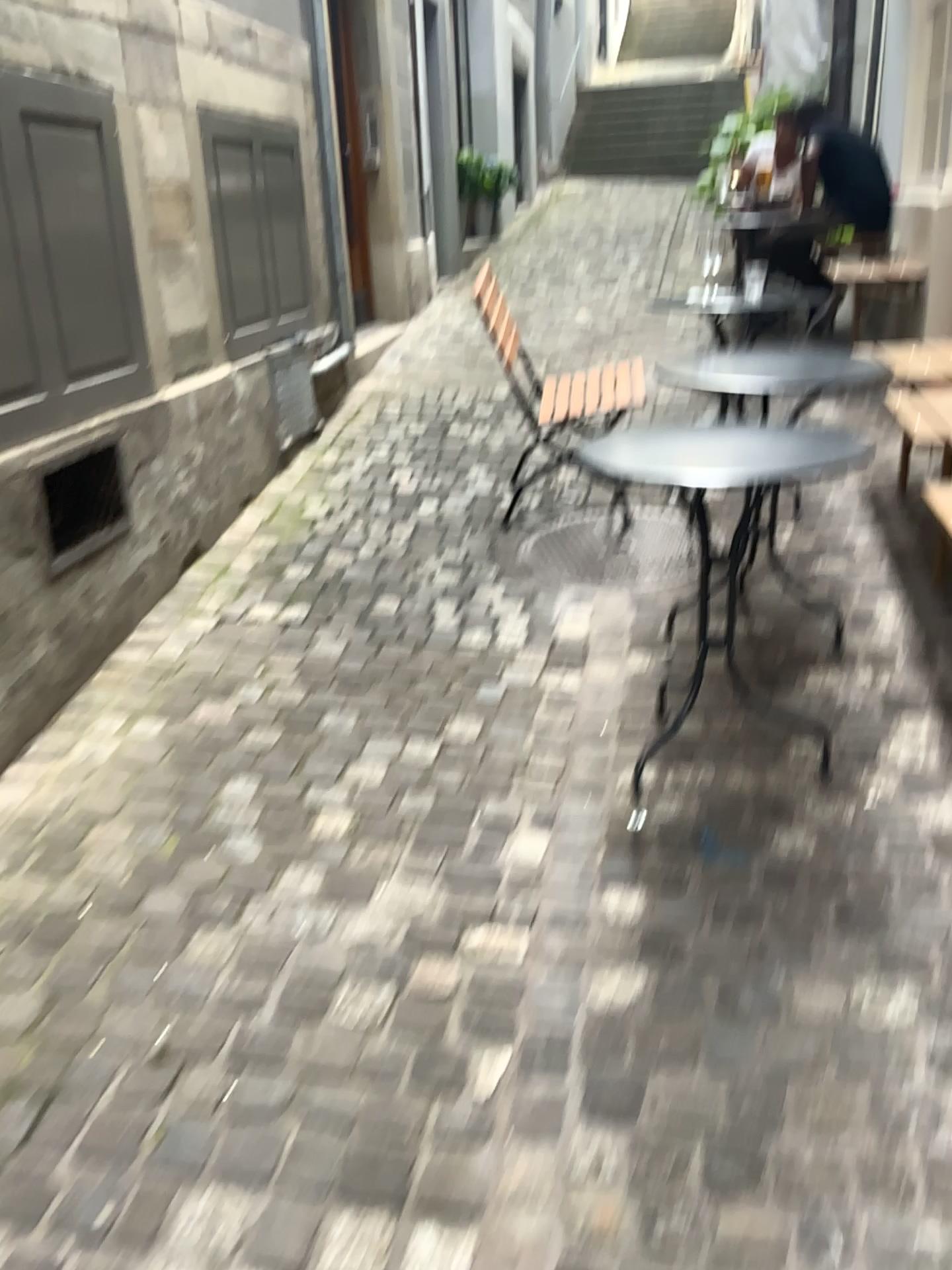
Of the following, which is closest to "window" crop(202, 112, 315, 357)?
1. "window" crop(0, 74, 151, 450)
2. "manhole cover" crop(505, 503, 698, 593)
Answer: "window" crop(0, 74, 151, 450)

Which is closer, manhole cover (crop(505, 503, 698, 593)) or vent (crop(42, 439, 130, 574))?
vent (crop(42, 439, 130, 574))

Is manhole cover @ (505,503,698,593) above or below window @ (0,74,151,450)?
below

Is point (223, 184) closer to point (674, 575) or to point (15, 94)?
point (15, 94)

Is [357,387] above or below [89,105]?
below

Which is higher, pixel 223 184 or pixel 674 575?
pixel 223 184

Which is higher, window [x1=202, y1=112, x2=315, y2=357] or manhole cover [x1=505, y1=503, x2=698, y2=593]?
window [x1=202, y1=112, x2=315, y2=357]

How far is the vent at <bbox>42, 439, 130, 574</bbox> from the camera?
2.7 meters

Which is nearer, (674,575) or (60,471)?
(60,471)

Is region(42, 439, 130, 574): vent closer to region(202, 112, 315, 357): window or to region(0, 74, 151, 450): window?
region(0, 74, 151, 450): window
